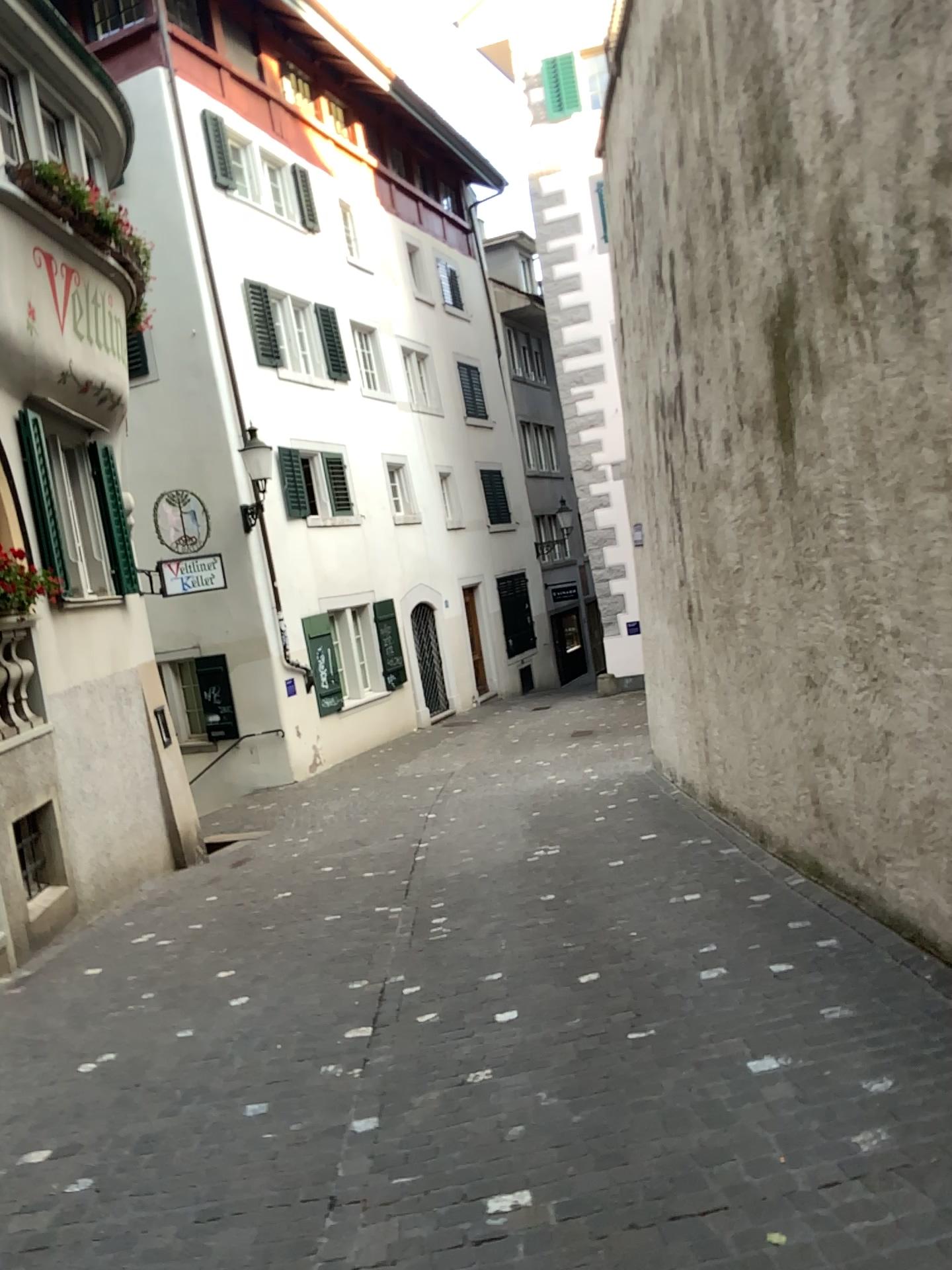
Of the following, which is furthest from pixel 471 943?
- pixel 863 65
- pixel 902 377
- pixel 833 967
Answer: pixel 863 65
